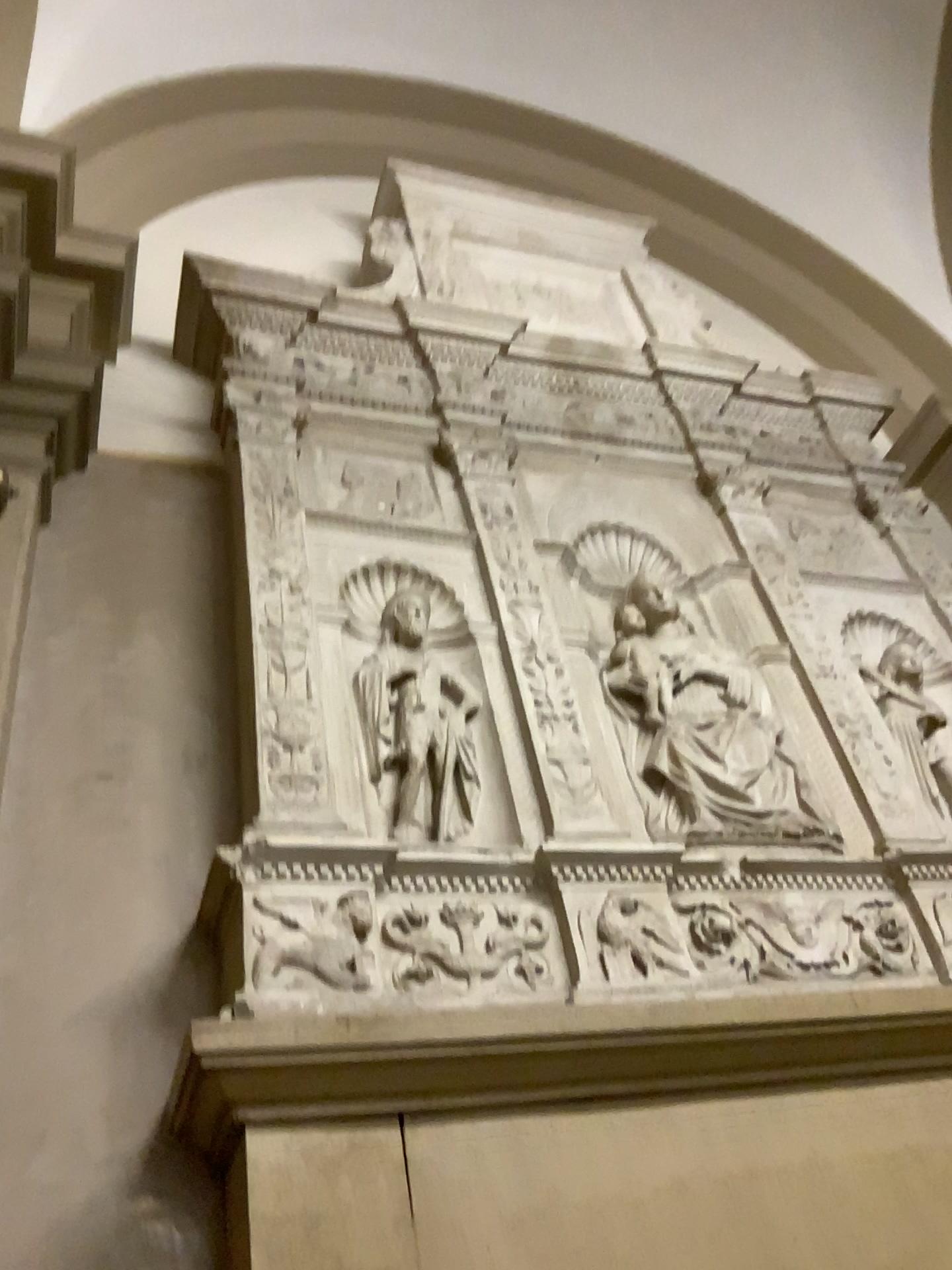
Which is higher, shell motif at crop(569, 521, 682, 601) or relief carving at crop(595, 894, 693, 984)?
shell motif at crop(569, 521, 682, 601)

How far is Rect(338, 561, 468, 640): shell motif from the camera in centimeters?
236cm

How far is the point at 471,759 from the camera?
2.18m

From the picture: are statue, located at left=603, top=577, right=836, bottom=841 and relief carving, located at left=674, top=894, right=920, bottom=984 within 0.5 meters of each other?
yes

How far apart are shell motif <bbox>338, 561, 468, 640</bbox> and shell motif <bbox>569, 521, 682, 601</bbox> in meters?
0.4 m

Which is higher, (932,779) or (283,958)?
(932,779)

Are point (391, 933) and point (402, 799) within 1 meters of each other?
yes

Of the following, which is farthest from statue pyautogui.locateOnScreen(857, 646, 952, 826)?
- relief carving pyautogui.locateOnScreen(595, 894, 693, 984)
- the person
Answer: relief carving pyautogui.locateOnScreen(595, 894, 693, 984)

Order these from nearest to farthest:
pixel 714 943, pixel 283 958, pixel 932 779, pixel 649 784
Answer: pixel 283 958, pixel 714 943, pixel 649 784, pixel 932 779

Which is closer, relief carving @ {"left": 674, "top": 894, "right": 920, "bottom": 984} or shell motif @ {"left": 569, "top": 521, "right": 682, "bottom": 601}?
relief carving @ {"left": 674, "top": 894, "right": 920, "bottom": 984}
